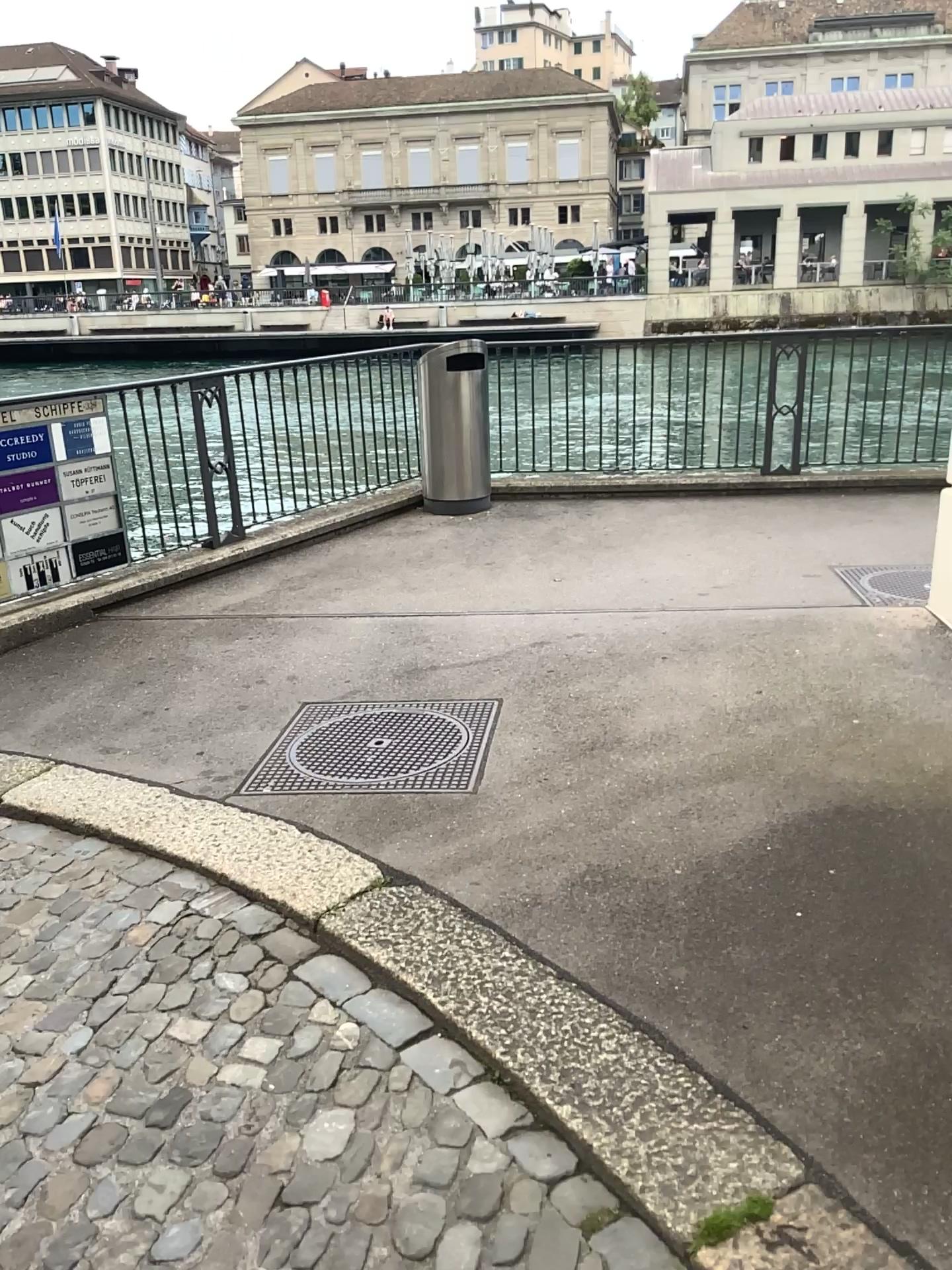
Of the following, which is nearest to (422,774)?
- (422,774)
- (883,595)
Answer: (422,774)

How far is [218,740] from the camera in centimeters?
387cm

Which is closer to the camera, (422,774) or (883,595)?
(422,774)

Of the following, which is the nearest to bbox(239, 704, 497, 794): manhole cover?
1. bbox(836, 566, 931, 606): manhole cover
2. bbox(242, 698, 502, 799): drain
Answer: bbox(242, 698, 502, 799): drain

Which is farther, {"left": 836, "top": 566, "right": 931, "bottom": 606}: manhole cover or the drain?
{"left": 836, "top": 566, "right": 931, "bottom": 606}: manhole cover

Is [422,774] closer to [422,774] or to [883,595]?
[422,774]

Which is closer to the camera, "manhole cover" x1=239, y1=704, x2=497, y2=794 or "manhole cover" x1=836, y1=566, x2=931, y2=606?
"manhole cover" x1=239, y1=704, x2=497, y2=794

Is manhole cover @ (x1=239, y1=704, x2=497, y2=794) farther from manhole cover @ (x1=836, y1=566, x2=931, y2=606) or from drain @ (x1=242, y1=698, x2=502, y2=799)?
manhole cover @ (x1=836, y1=566, x2=931, y2=606)
